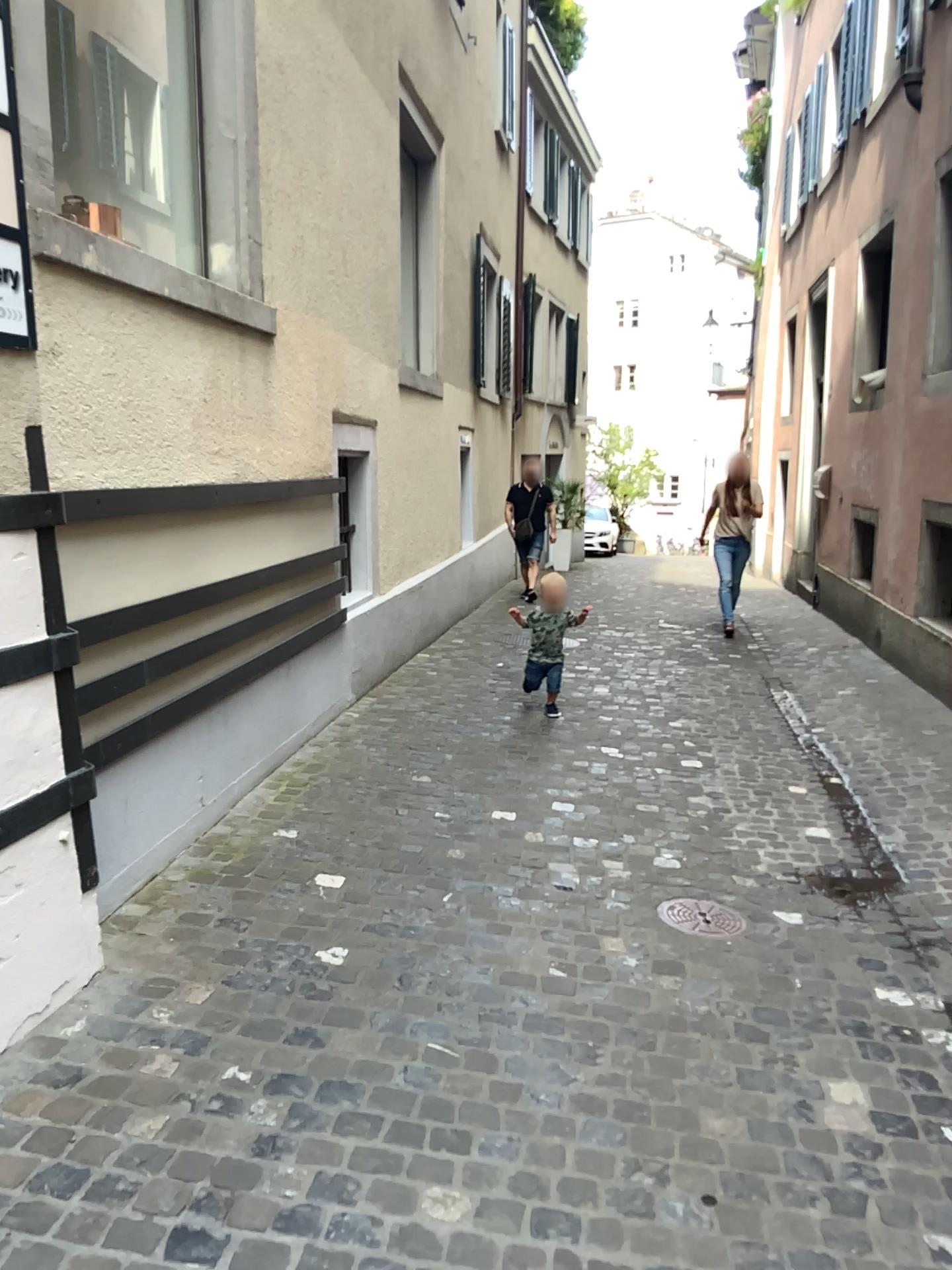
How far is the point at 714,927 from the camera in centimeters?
334cm

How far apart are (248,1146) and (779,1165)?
1.1m

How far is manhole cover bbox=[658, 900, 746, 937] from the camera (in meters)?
3.34
